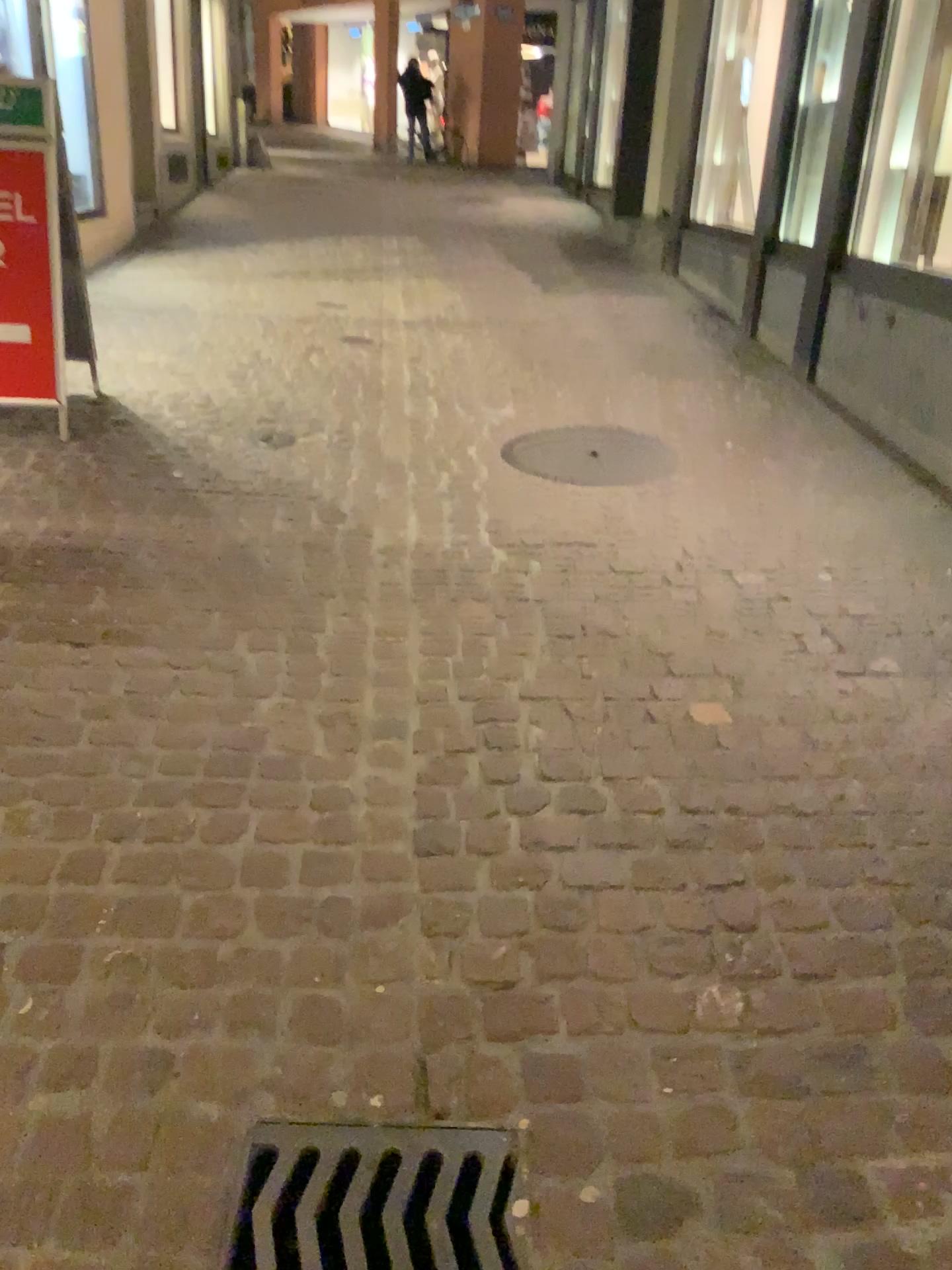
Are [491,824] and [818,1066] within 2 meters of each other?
yes

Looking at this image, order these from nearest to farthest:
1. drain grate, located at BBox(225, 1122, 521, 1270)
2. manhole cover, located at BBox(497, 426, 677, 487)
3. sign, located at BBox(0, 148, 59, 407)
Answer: drain grate, located at BBox(225, 1122, 521, 1270)
sign, located at BBox(0, 148, 59, 407)
manhole cover, located at BBox(497, 426, 677, 487)

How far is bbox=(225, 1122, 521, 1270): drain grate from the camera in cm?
141

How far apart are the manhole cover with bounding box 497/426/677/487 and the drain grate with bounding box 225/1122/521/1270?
2.7m

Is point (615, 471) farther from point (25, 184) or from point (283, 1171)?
point (283, 1171)

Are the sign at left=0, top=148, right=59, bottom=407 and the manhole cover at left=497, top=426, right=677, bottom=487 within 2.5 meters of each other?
yes

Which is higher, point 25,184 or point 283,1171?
point 25,184

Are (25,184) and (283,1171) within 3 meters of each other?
no

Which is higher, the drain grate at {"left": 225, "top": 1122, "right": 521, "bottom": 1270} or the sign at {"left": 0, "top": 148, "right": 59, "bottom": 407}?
the sign at {"left": 0, "top": 148, "right": 59, "bottom": 407}

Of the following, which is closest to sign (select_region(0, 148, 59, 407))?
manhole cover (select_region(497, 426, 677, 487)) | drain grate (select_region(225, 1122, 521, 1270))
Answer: manhole cover (select_region(497, 426, 677, 487))
